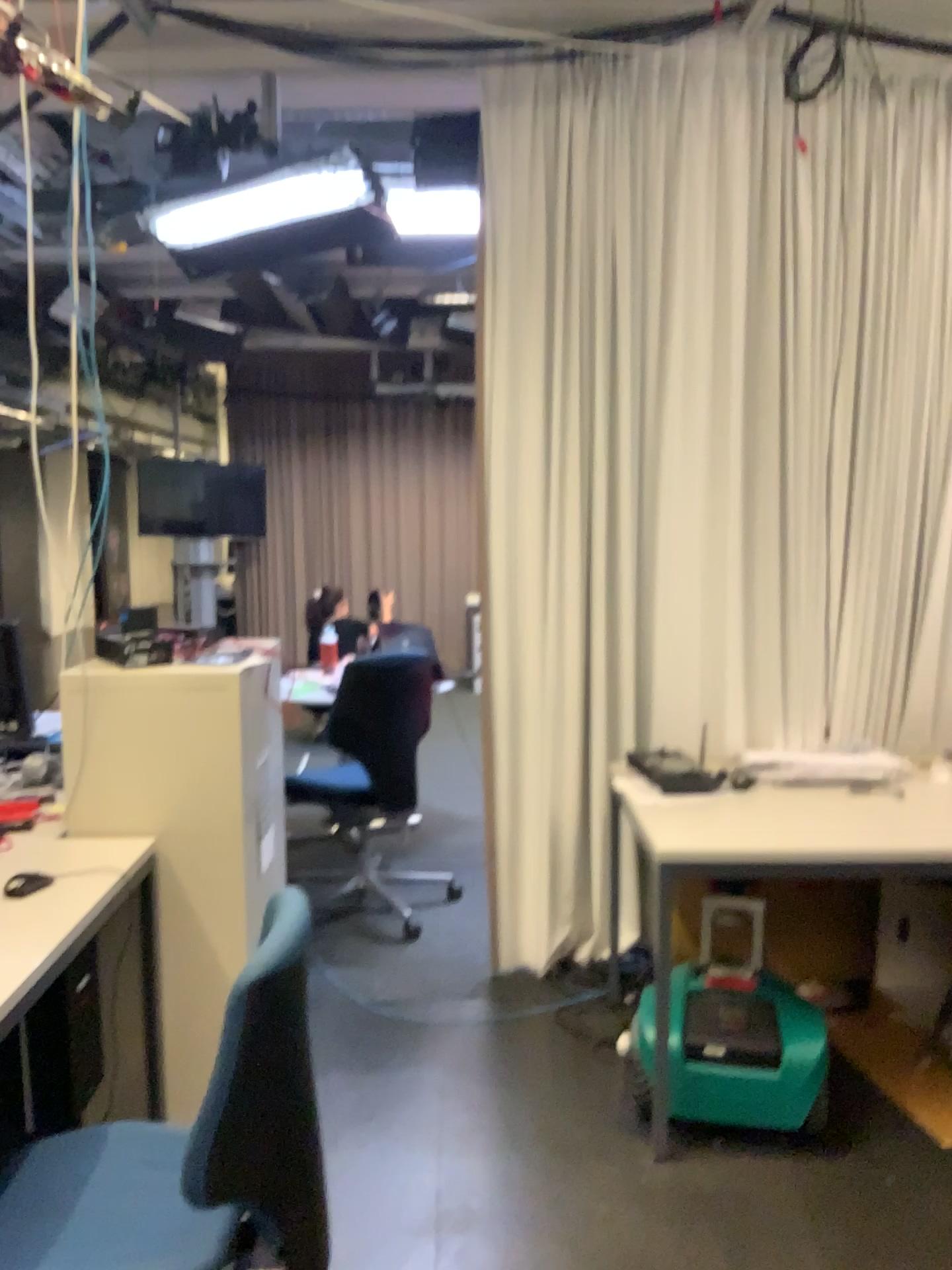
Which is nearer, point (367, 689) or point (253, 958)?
point (253, 958)

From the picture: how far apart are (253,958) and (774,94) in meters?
2.9

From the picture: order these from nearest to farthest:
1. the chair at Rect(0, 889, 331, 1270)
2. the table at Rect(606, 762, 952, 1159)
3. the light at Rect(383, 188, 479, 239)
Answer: the chair at Rect(0, 889, 331, 1270)
the table at Rect(606, 762, 952, 1159)
the light at Rect(383, 188, 479, 239)

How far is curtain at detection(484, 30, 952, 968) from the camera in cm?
312

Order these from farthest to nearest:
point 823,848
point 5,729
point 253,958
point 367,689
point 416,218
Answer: point 367,689 → point 416,218 → point 5,729 → point 823,848 → point 253,958

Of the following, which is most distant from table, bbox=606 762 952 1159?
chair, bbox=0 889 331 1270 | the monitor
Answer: the monitor

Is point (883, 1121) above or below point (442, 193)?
below

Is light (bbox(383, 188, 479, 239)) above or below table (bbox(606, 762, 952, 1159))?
above

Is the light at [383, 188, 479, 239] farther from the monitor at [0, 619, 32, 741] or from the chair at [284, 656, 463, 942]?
the monitor at [0, 619, 32, 741]

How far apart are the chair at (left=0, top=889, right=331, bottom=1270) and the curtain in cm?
165
